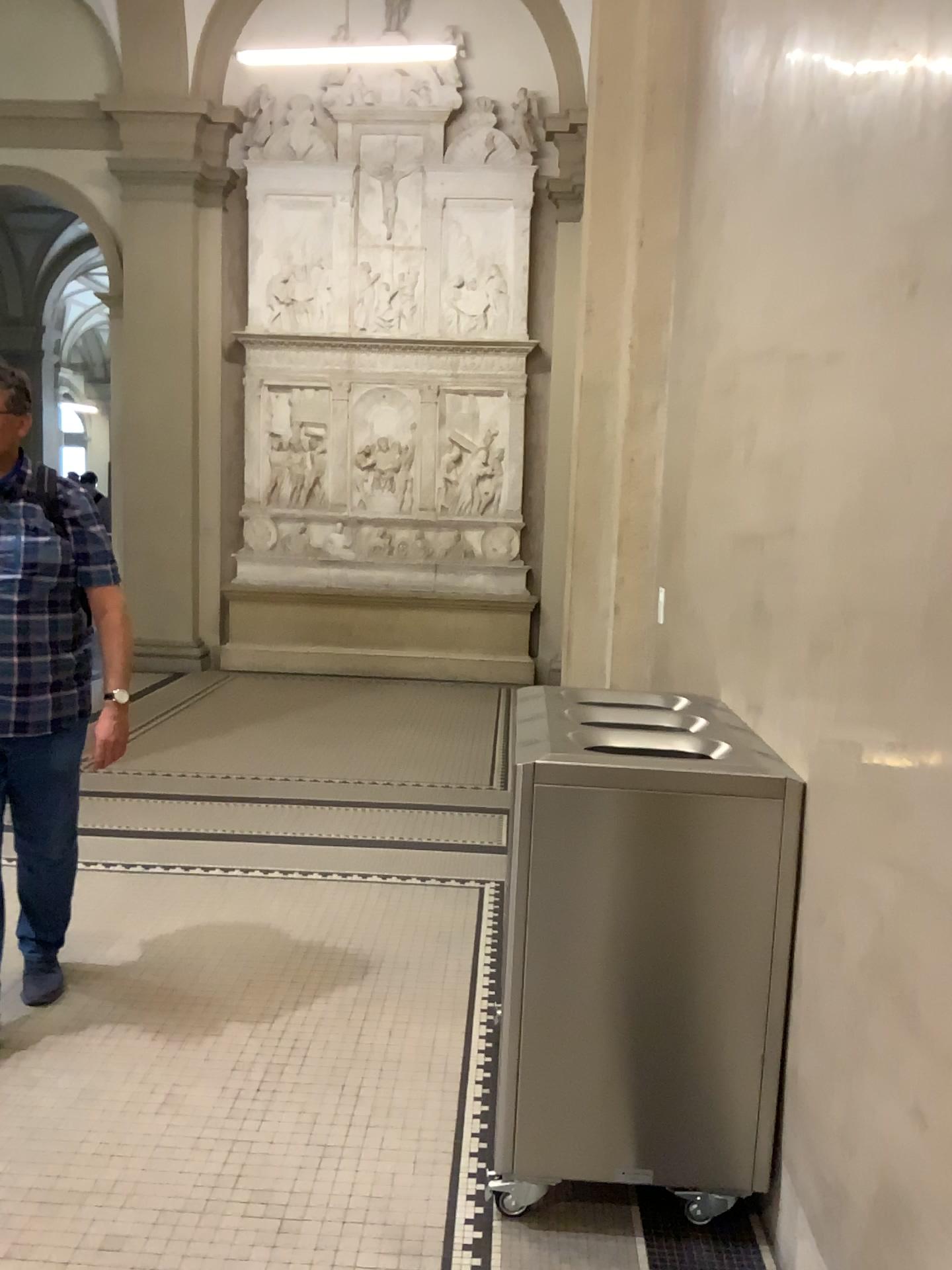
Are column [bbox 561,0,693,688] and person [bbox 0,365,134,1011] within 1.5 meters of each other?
no

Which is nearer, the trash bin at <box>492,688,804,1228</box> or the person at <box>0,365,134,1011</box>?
the trash bin at <box>492,688,804,1228</box>

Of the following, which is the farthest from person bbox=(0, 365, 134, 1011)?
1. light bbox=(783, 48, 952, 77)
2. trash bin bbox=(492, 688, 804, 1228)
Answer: light bbox=(783, 48, 952, 77)

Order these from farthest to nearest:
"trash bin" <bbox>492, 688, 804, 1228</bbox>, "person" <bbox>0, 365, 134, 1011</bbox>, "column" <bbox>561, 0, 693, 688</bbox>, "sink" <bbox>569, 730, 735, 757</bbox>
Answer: "column" <bbox>561, 0, 693, 688</bbox> → "person" <bbox>0, 365, 134, 1011</bbox> → "sink" <bbox>569, 730, 735, 757</bbox> → "trash bin" <bbox>492, 688, 804, 1228</bbox>

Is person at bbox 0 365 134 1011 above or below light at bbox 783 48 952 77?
below

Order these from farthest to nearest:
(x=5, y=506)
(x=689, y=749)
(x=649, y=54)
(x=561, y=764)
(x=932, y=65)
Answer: (x=649, y=54), (x=5, y=506), (x=689, y=749), (x=561, y=764), (x=932, y=65)

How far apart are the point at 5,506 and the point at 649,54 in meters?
3.2

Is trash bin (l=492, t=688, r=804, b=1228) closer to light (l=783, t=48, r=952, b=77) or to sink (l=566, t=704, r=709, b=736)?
sink (l=566, t=704, r=709, b=736)

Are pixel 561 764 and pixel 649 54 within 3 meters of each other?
no

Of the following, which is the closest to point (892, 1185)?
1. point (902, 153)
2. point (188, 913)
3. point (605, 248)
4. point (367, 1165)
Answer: point (367, 1165)
